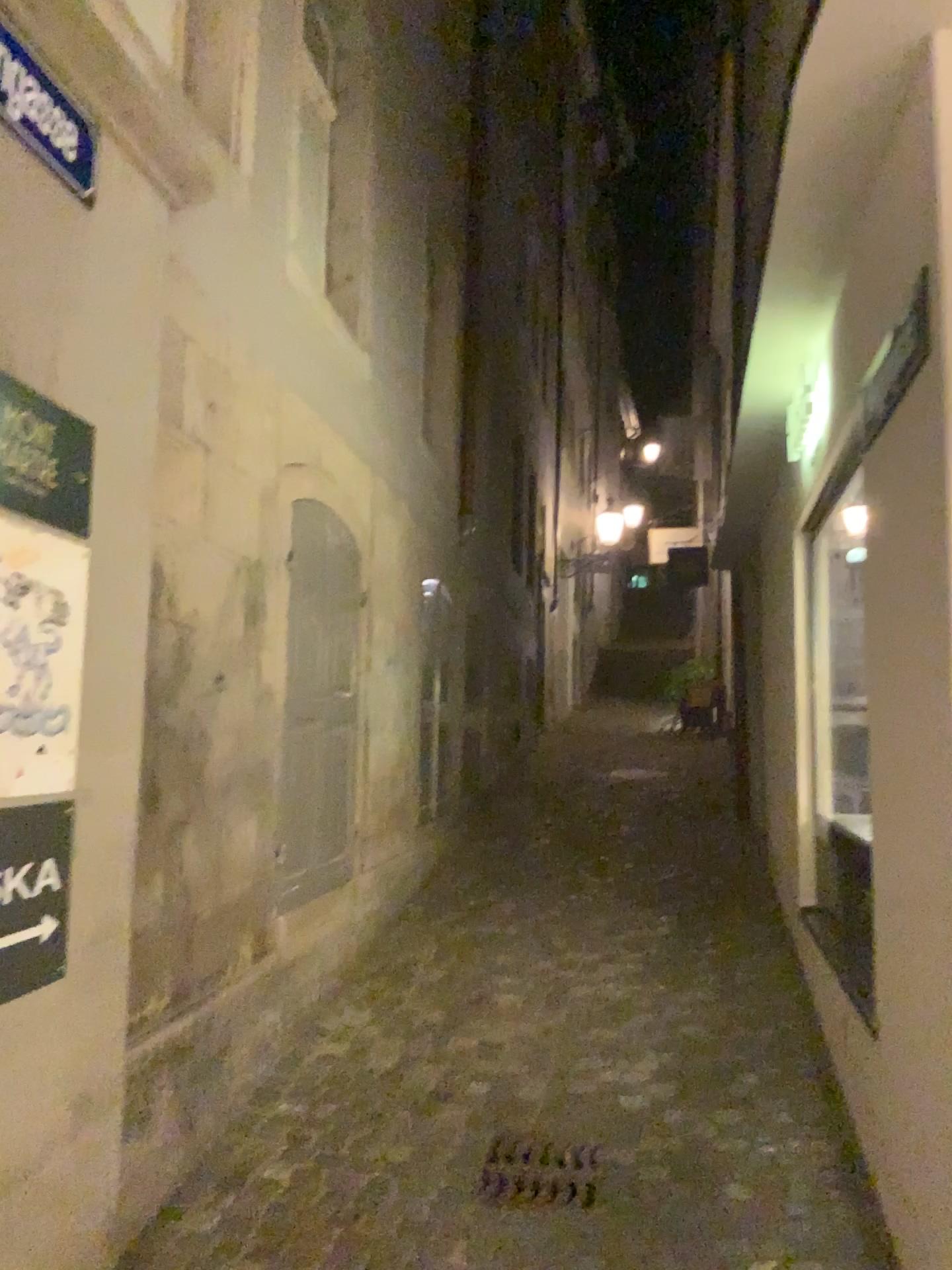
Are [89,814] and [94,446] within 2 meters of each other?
yes

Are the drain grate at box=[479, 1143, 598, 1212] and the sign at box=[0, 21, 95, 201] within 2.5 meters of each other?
no

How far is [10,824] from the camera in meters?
2.3 m

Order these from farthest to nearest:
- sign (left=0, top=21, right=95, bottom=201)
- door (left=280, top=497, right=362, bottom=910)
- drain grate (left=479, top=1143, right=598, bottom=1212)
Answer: door (left=280, top=497, right=362, bottom=910) < drain grate (left=479, top=1143, right=598, bottom=1212) < sign (left=0, top=21, right=95, bottom=201)

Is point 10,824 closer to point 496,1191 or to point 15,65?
point 15,65

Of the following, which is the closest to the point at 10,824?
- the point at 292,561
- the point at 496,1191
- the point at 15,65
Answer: the point at 15,65

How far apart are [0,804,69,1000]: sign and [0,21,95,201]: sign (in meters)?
1.41

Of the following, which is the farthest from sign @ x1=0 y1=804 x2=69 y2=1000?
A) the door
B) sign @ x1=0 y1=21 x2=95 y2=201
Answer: the door

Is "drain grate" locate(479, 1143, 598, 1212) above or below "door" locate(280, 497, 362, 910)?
below

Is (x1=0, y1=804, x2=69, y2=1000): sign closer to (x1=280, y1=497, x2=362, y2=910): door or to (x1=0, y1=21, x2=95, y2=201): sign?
(x1=0, y1=21, x2=95, y2=201): sign
